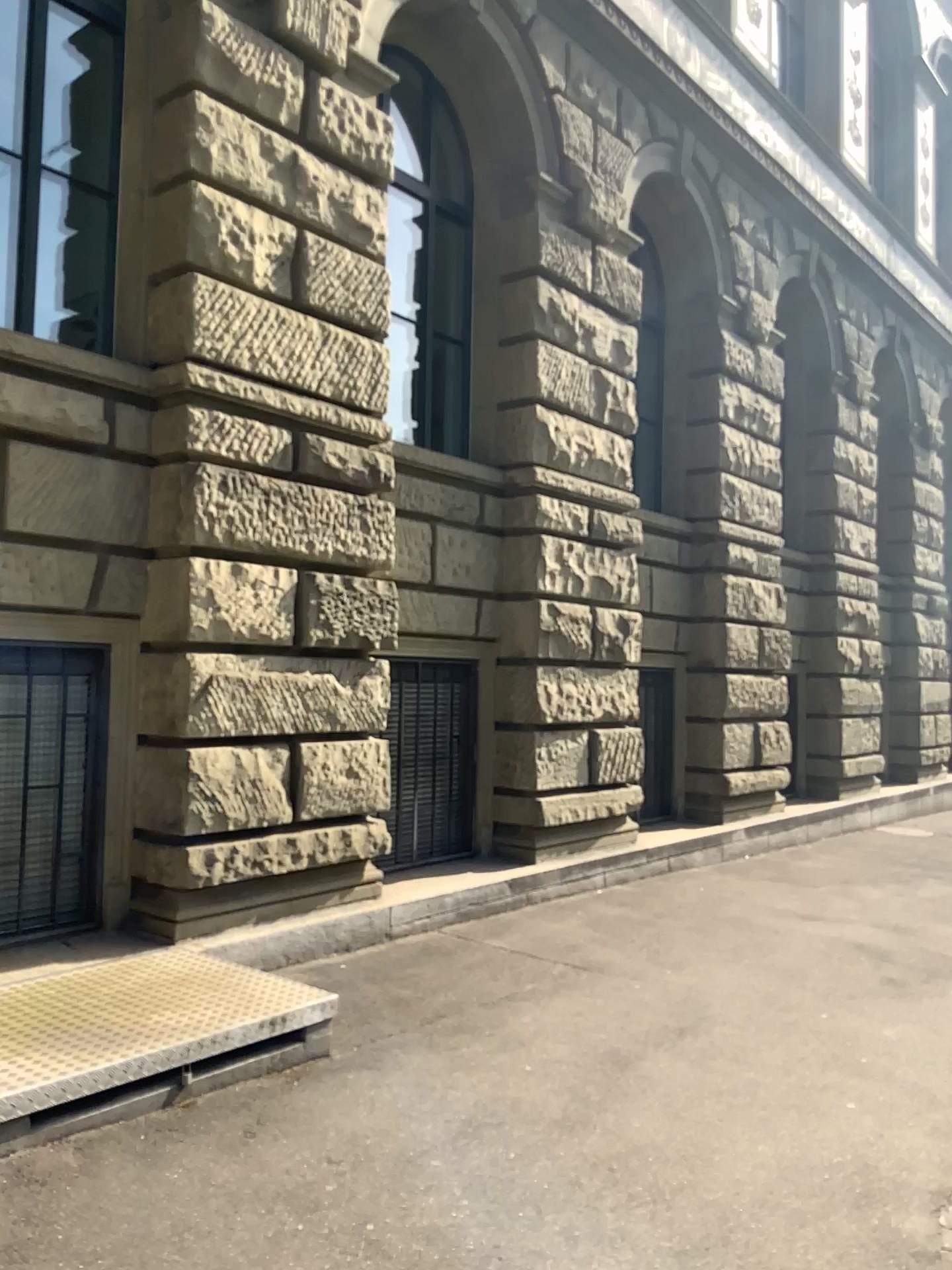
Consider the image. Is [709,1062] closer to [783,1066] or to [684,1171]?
[783,1066]
